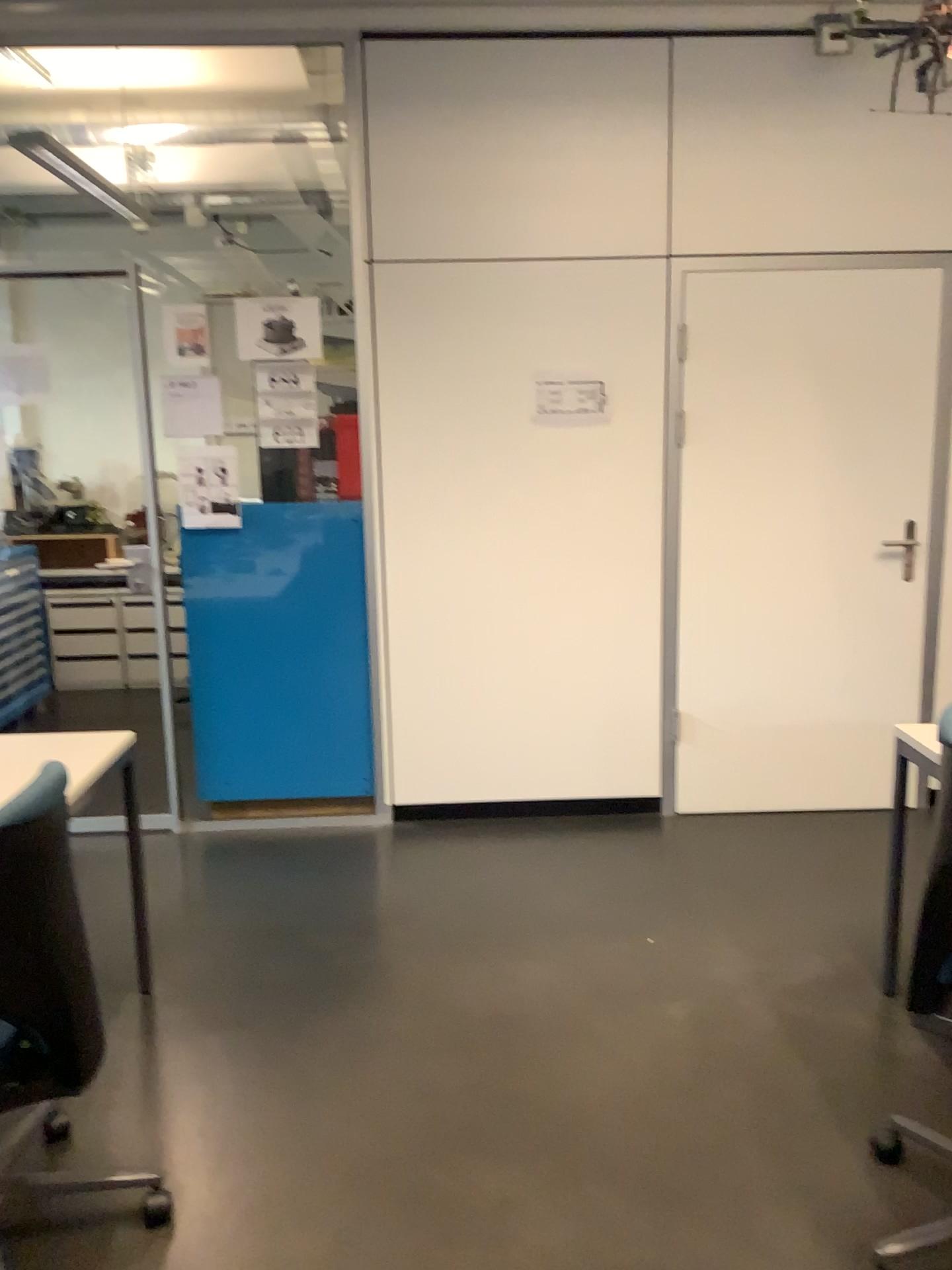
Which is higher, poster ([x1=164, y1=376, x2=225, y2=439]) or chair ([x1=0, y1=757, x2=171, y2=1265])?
poster ([x1=164, y1=376, x2=225, y2=439])

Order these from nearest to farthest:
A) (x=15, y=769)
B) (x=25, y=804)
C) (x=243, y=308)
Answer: (x=25, y=804) < (x=15, y=769) < (x=243, y=308)

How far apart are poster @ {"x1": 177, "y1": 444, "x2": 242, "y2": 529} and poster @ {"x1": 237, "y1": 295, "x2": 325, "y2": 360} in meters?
0.4

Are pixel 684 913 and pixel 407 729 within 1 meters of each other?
no

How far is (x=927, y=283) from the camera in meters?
3.8 m

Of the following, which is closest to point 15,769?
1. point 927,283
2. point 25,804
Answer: point 25,804

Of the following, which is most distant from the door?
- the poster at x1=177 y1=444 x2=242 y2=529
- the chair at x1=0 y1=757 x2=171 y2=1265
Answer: the chair at x1=0 y1=757 x2=171 y2=1265

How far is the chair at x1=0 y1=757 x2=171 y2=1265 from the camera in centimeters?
174cm

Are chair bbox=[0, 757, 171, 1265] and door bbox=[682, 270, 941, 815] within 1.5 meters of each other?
no

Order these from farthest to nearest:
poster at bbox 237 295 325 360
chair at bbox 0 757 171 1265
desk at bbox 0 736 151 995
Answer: poster at bbox 237 295 325 360
desk at bbox 0 736 151 995
chair at bbox 0 757 171 1265
